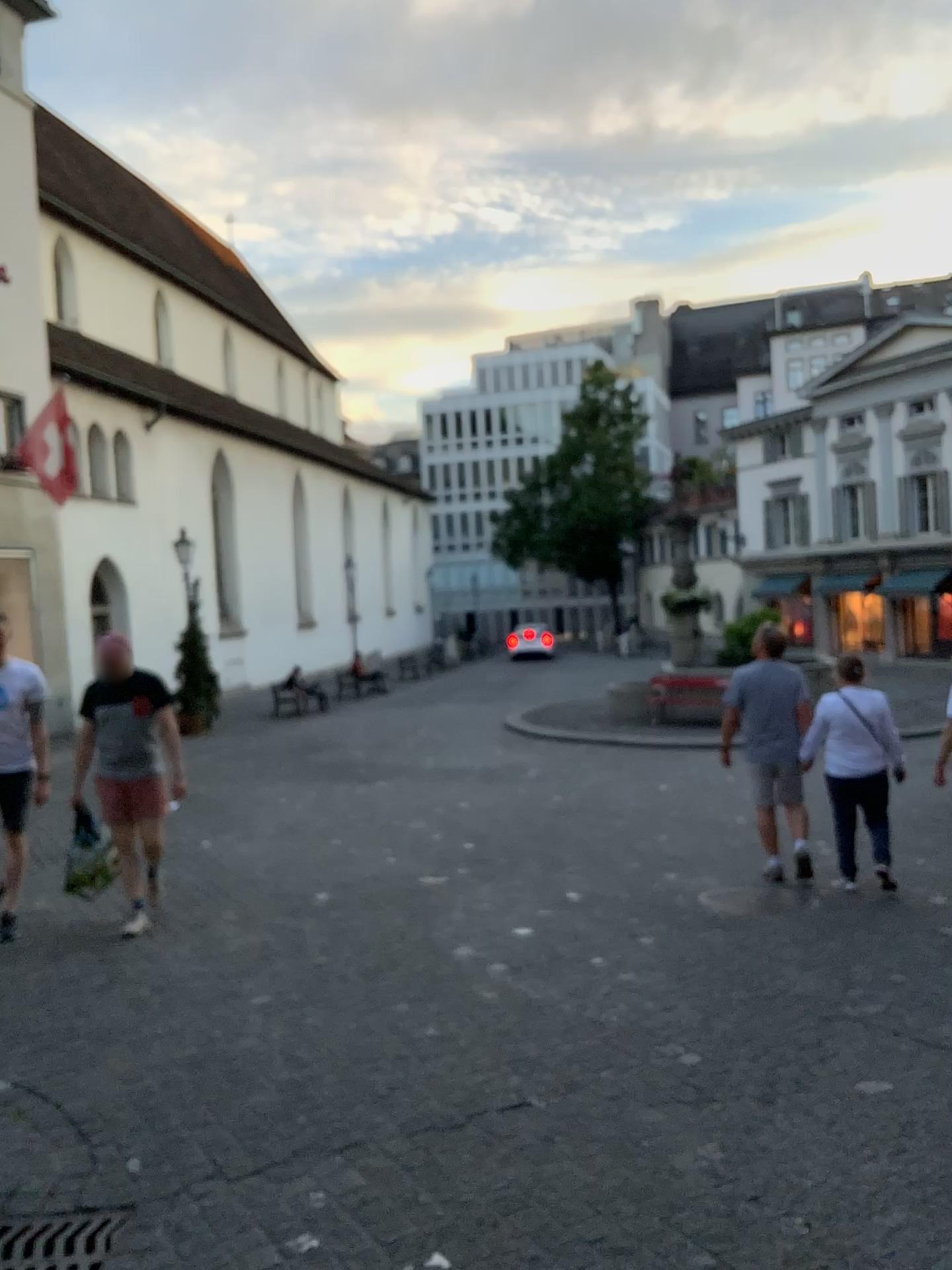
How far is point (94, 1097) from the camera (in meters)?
3.84

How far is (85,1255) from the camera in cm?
286

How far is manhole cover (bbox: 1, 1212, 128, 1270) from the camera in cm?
286
